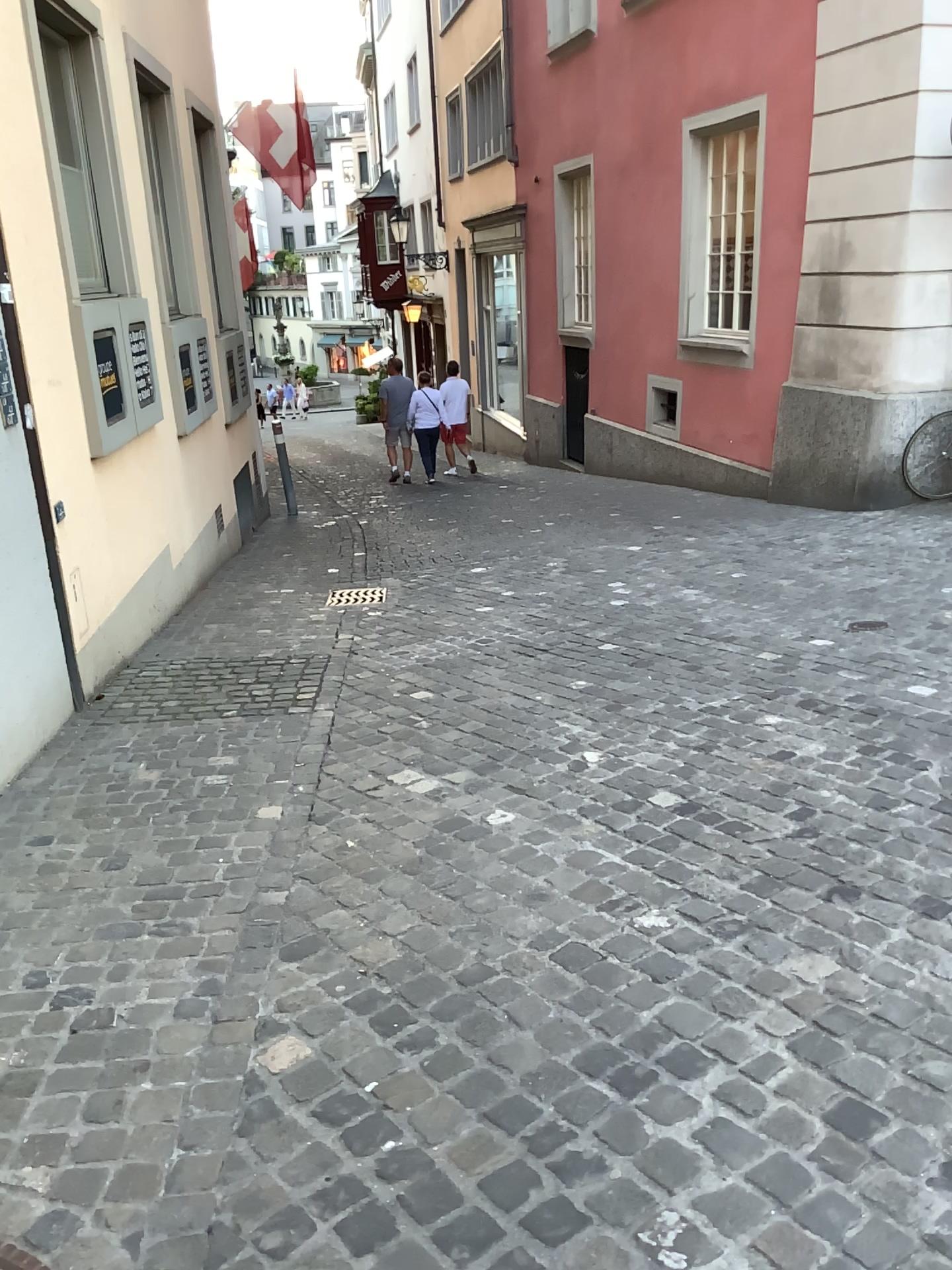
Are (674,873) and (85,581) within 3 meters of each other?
no
